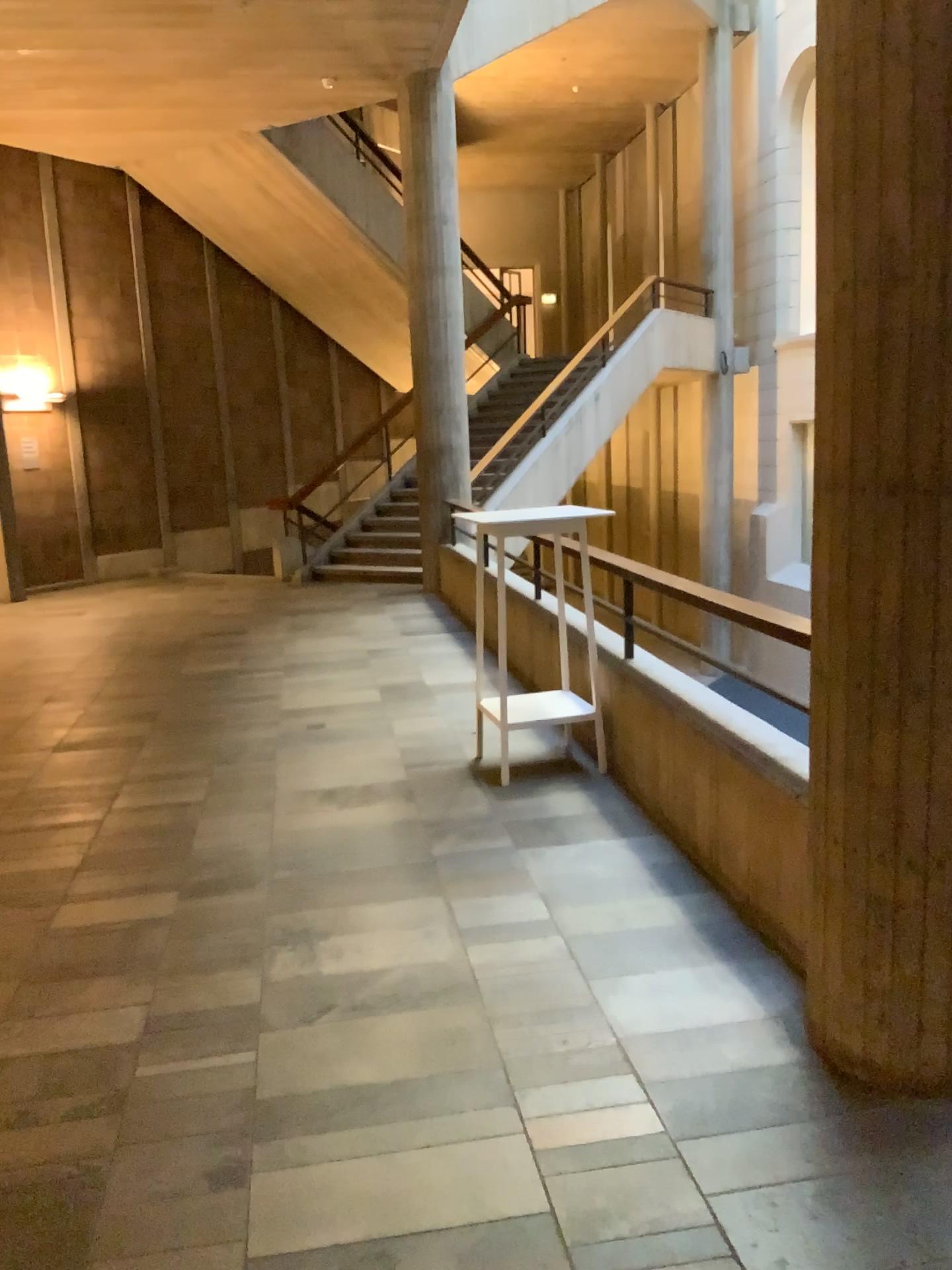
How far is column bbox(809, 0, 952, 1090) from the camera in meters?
2.1

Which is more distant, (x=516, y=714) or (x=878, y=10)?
(x=516, y=714)

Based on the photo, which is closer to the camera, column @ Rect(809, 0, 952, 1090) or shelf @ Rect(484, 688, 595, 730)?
column @ Rect(809, 0, 952, 1090)

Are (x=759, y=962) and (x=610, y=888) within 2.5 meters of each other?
yes

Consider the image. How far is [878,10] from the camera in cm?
210

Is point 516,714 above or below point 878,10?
below
